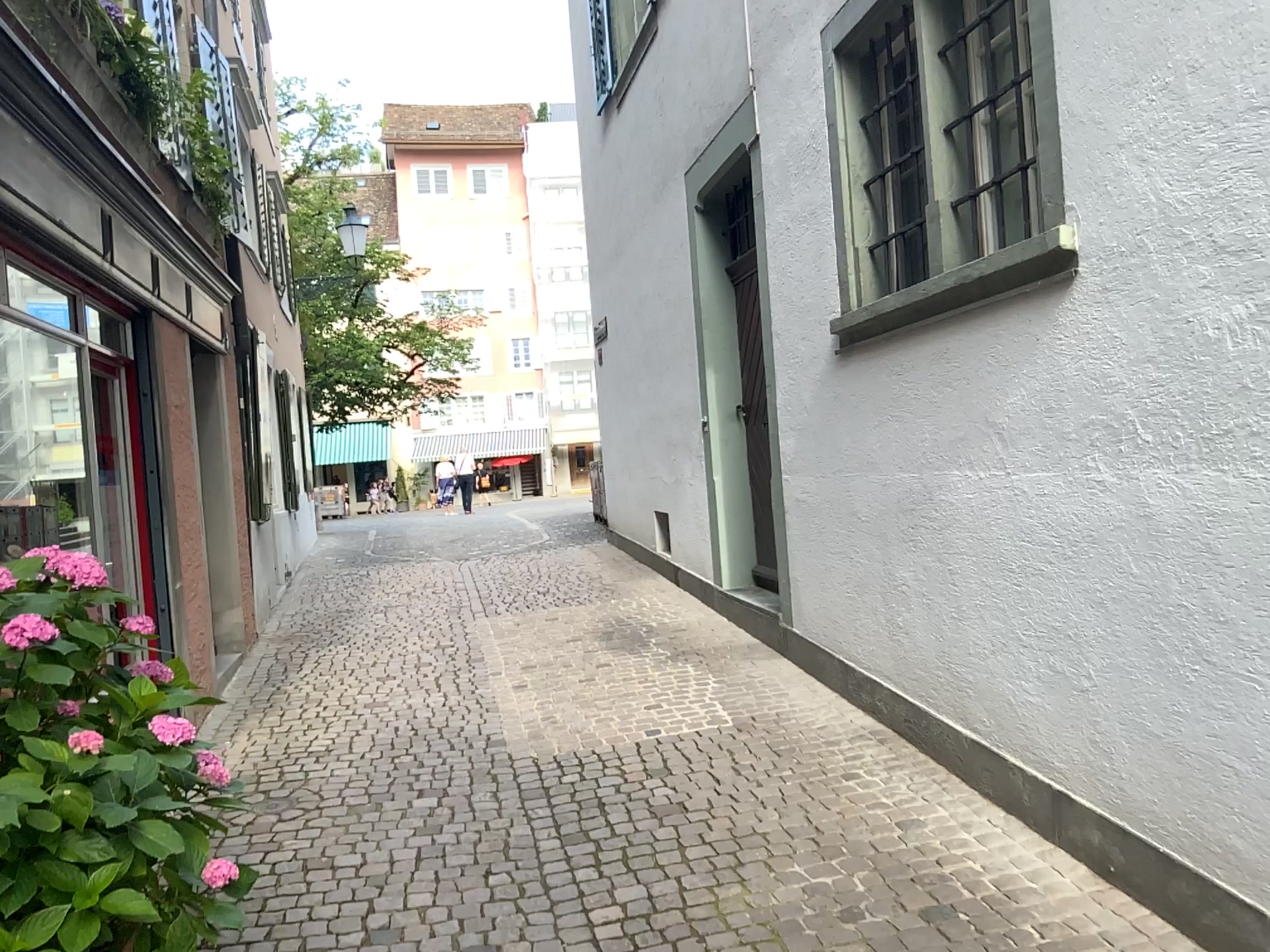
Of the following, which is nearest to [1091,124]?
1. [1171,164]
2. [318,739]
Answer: [1171,164]
